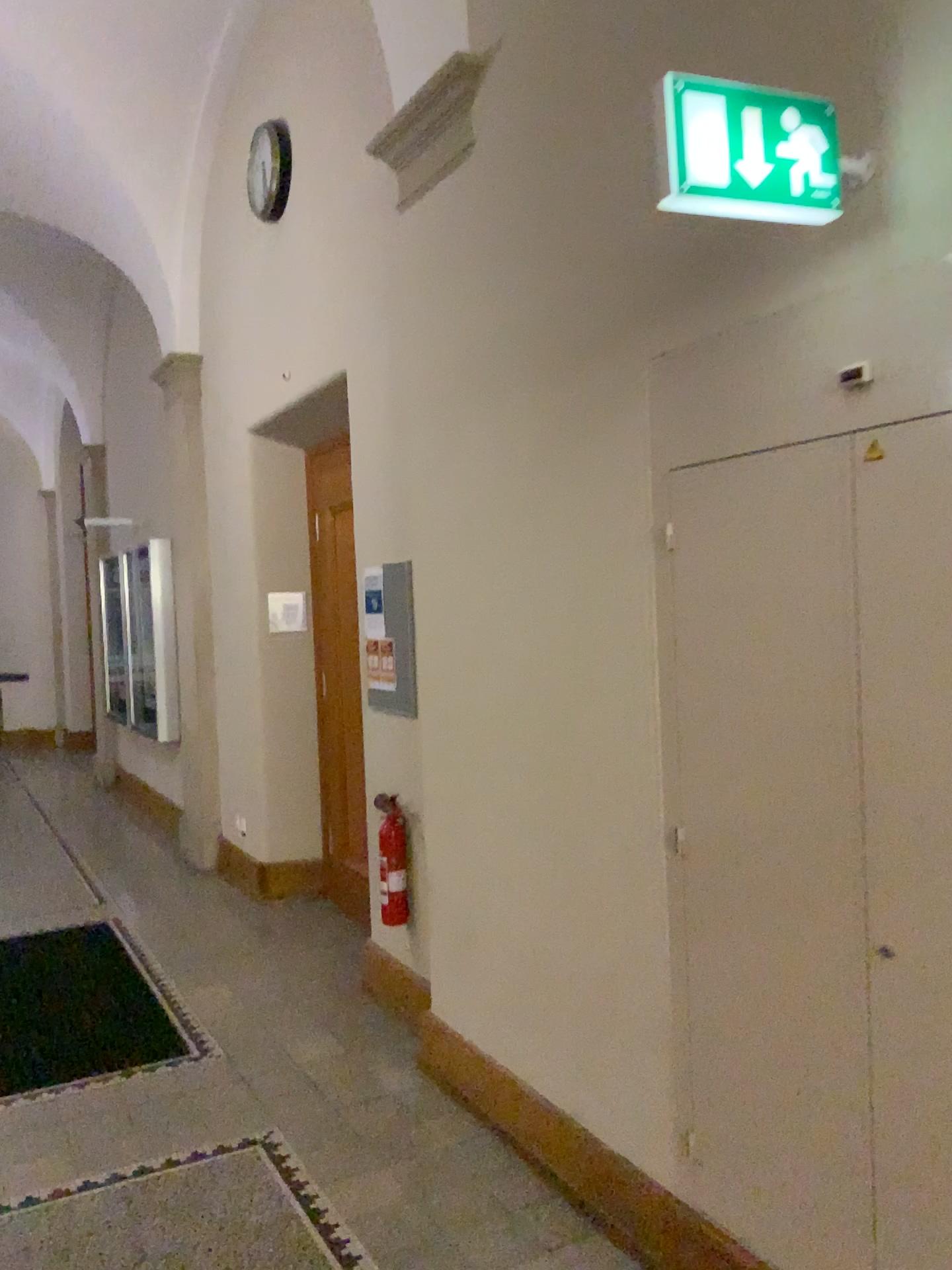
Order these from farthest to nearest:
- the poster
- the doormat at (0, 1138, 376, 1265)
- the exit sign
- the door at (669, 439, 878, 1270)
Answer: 1. the poster
2. the doormat at (0, 1138, 376, 1265)
3. the door at (669, 439, 878, 1270)
4. the exit sign

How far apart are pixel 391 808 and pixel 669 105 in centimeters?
300cm

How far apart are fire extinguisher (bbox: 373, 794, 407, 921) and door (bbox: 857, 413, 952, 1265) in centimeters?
244cm

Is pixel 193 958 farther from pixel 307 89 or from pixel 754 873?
pixel 307 89

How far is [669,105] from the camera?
1.7 meters

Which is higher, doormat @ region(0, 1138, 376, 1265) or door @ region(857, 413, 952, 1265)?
door @ region(857, 413, 952, 1265)

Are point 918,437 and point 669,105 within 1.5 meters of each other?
yes

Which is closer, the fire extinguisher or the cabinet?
the cabinet

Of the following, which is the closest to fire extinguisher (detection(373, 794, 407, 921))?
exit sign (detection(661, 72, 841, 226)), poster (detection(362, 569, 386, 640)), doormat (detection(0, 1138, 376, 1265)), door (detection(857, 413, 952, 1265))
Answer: poster (detection(362, 569, 386, 640))

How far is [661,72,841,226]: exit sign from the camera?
1.72m
